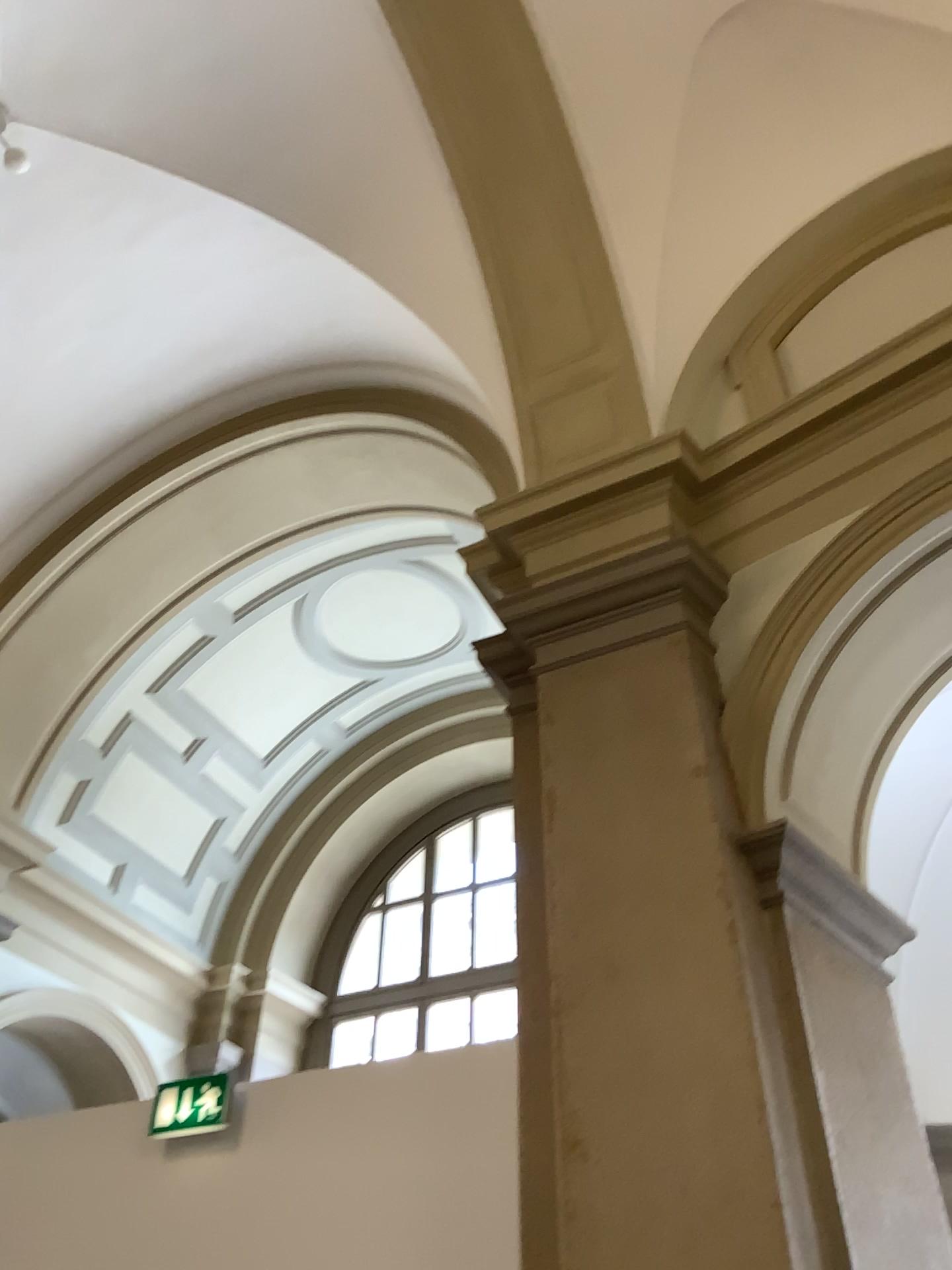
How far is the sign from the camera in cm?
421

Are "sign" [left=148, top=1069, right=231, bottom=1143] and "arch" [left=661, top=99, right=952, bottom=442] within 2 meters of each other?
no

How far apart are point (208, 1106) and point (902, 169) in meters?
4.5

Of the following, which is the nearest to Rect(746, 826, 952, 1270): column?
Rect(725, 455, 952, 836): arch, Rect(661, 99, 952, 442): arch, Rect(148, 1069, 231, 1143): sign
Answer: Rect(725, 455, 952, 836): arch

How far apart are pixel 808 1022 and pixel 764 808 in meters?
0.6 m

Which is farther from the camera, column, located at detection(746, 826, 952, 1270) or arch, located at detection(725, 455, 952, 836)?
arch, located at detection(725, 455, 952, 836)

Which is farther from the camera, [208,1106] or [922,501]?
[208,1106]

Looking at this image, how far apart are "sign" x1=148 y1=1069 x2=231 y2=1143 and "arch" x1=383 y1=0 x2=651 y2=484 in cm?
280

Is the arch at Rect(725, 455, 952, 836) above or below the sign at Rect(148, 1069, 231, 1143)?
above

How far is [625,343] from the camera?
4.3 meters
